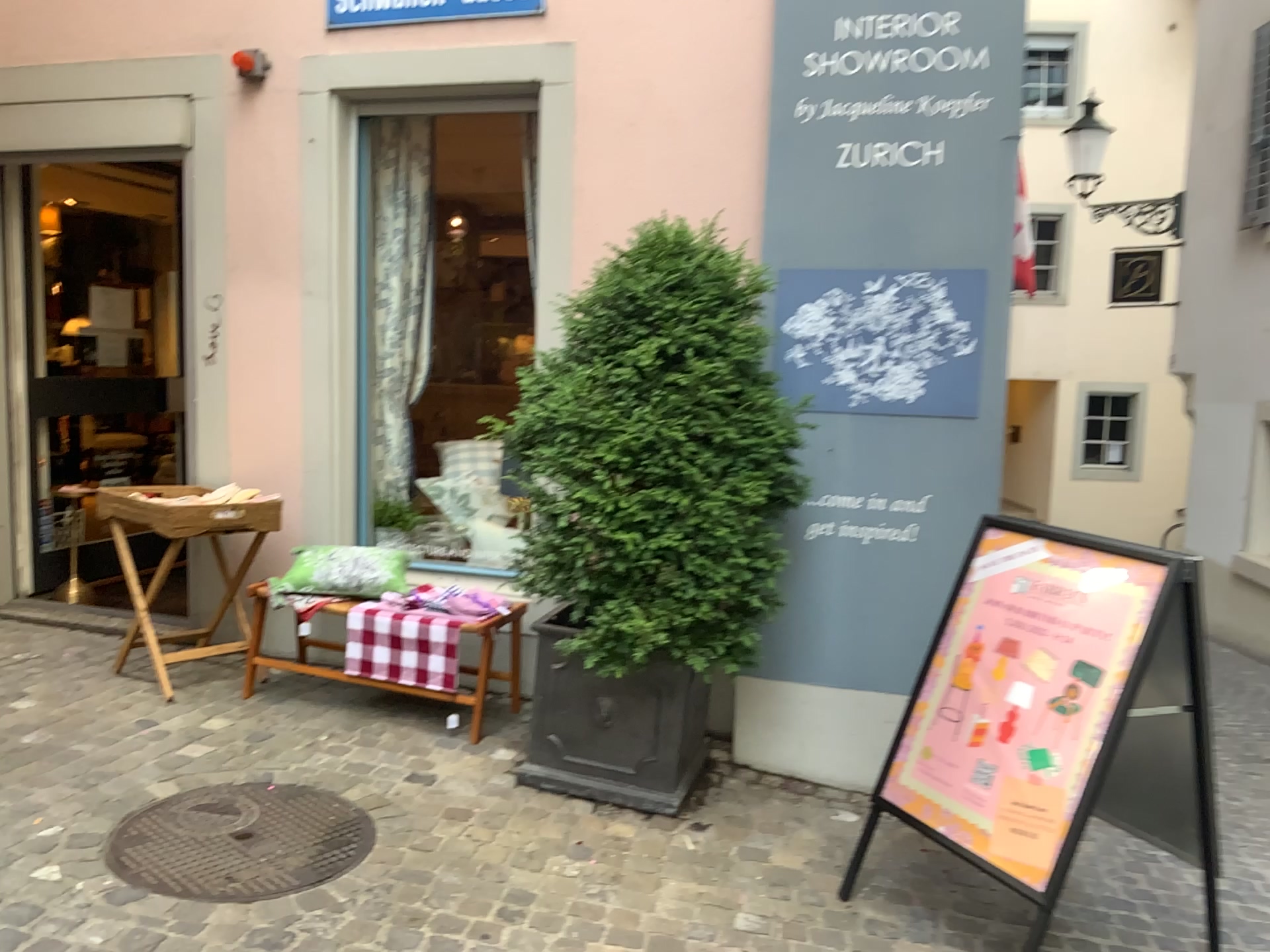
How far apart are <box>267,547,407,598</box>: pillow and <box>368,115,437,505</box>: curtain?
0.6m

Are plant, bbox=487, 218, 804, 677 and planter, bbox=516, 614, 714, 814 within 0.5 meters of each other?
yes

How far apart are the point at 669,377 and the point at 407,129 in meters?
2.3

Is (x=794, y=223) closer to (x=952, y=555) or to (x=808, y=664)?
(x=952, y=555)

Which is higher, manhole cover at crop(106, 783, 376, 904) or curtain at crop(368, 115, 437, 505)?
curtain at crop(368, 115, 437, 505)

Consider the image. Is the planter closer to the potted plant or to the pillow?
the potted plant

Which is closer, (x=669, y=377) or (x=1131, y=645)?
(x=1131, y=645)

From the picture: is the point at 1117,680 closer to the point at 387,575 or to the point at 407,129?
the point at 387,575

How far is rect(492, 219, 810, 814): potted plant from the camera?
3.1 meters

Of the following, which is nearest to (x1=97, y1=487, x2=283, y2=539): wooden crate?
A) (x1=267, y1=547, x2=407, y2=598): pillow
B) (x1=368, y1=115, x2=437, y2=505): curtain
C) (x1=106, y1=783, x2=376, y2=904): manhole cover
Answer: (x1=267, y1=547, x2=407, y2=598): pillow
